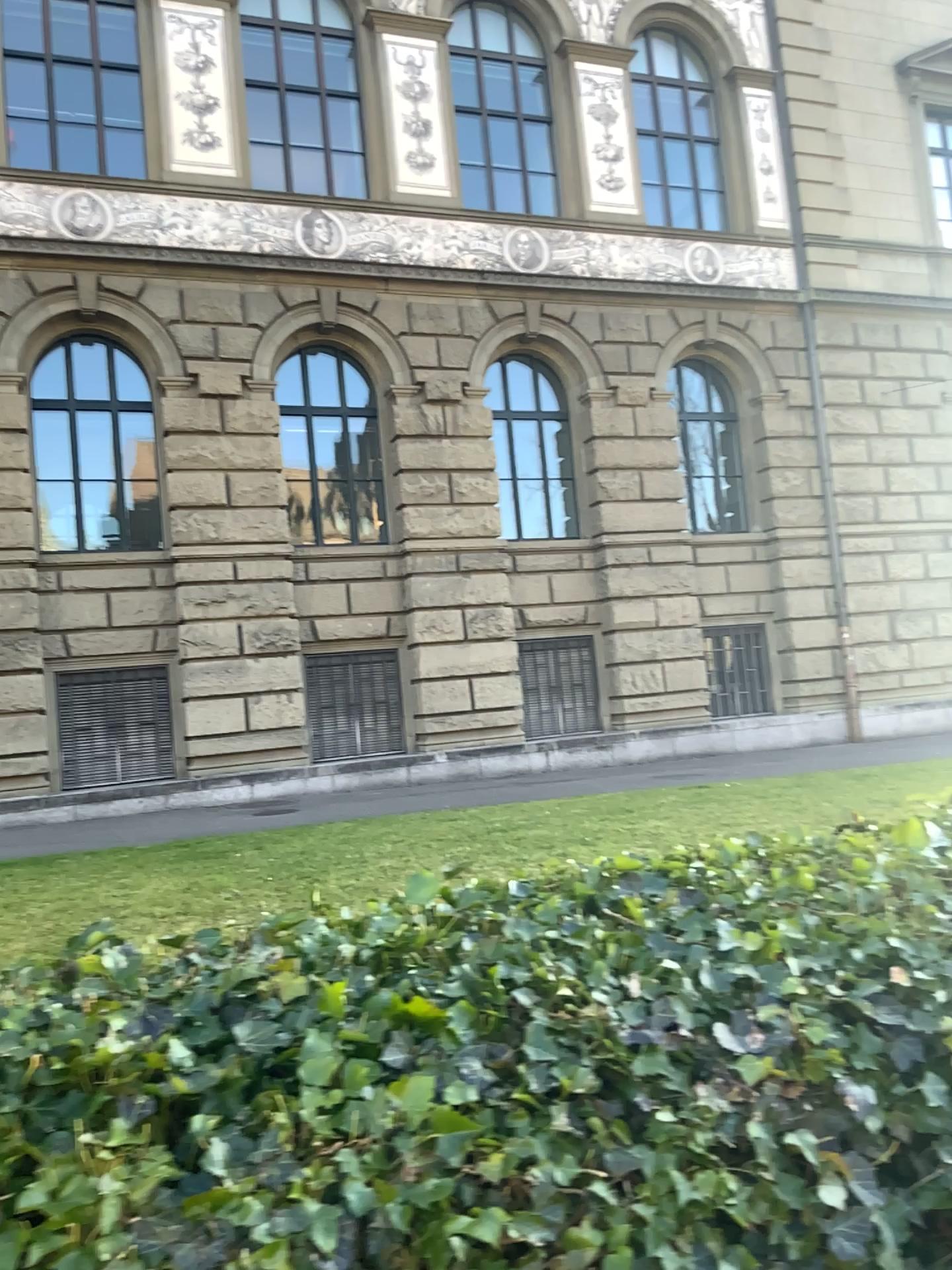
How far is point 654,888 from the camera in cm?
176
